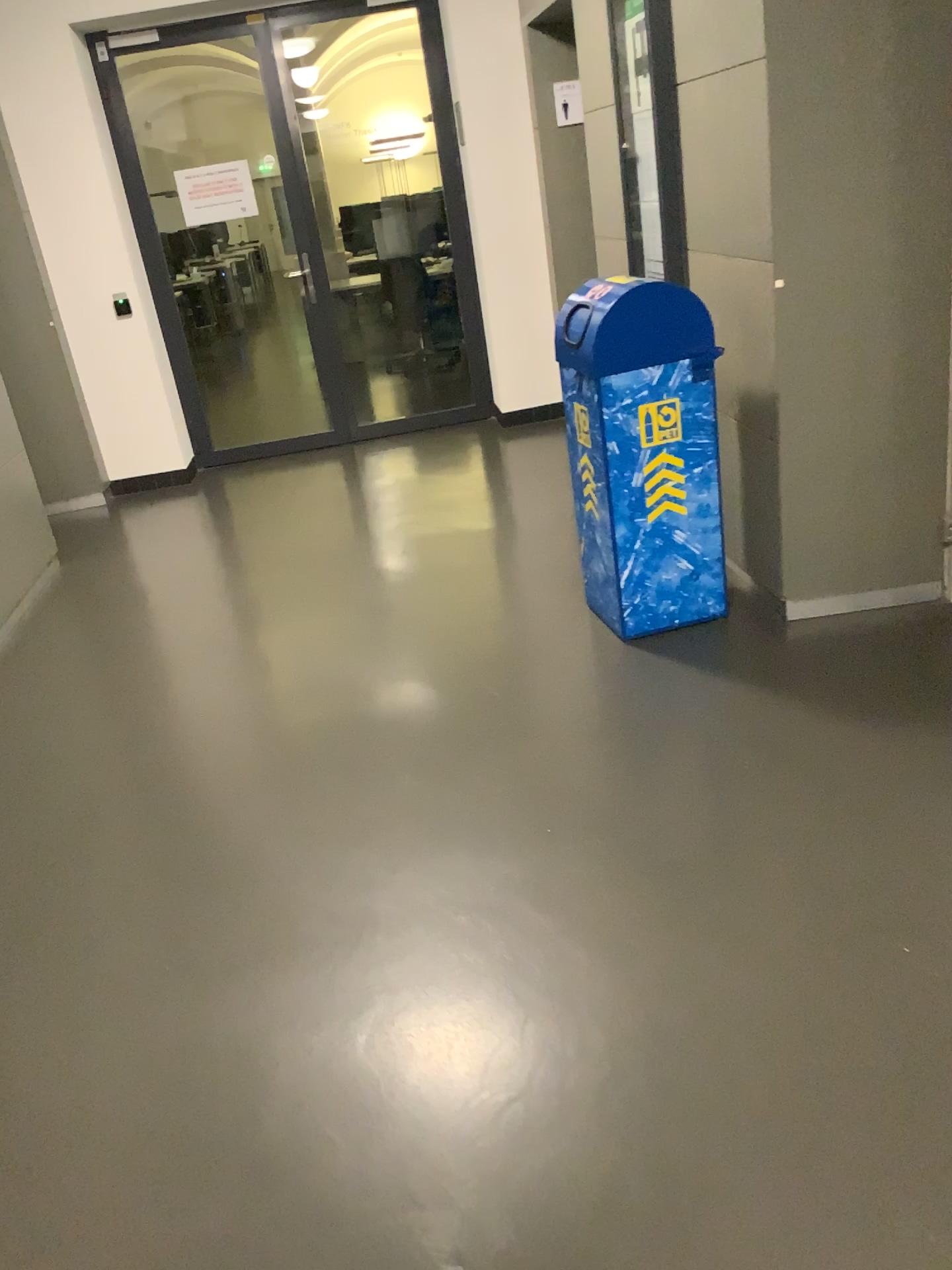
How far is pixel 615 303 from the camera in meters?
3.1 m

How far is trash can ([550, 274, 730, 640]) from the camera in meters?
3.1

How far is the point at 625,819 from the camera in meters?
2.5 m
